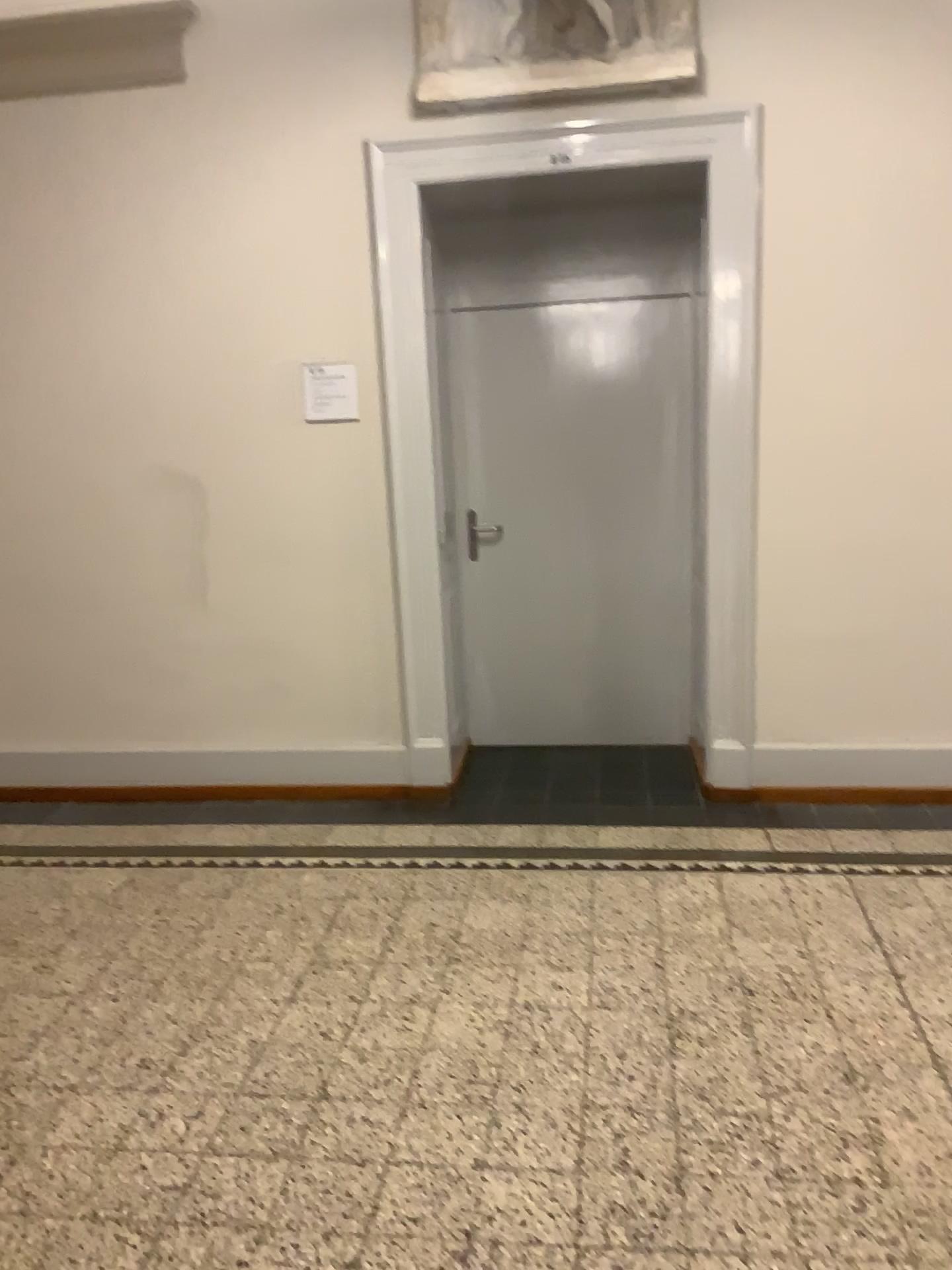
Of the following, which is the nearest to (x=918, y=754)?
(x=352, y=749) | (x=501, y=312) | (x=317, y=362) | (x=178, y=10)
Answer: (x=352, y=749)

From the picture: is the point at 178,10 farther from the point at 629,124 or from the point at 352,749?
the point at 352,749

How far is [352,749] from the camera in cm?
434

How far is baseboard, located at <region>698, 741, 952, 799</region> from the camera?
3.99m

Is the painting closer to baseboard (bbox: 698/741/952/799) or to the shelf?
the shelf

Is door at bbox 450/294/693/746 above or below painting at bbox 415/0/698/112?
below

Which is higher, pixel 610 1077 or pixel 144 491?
pixel 144 491

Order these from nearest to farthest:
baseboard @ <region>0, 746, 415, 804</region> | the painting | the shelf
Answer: the painting < the shelf < baseboard @ <region>0, 746, 415, 804</region>

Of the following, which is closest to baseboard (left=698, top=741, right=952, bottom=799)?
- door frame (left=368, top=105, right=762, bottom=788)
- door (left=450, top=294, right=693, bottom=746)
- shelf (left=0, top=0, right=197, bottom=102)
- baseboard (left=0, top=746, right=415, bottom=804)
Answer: door frame (left=368, top=105, right=762, bottom=788)

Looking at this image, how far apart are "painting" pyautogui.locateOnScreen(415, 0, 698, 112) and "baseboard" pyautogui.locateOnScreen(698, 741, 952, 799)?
2.4 meters
